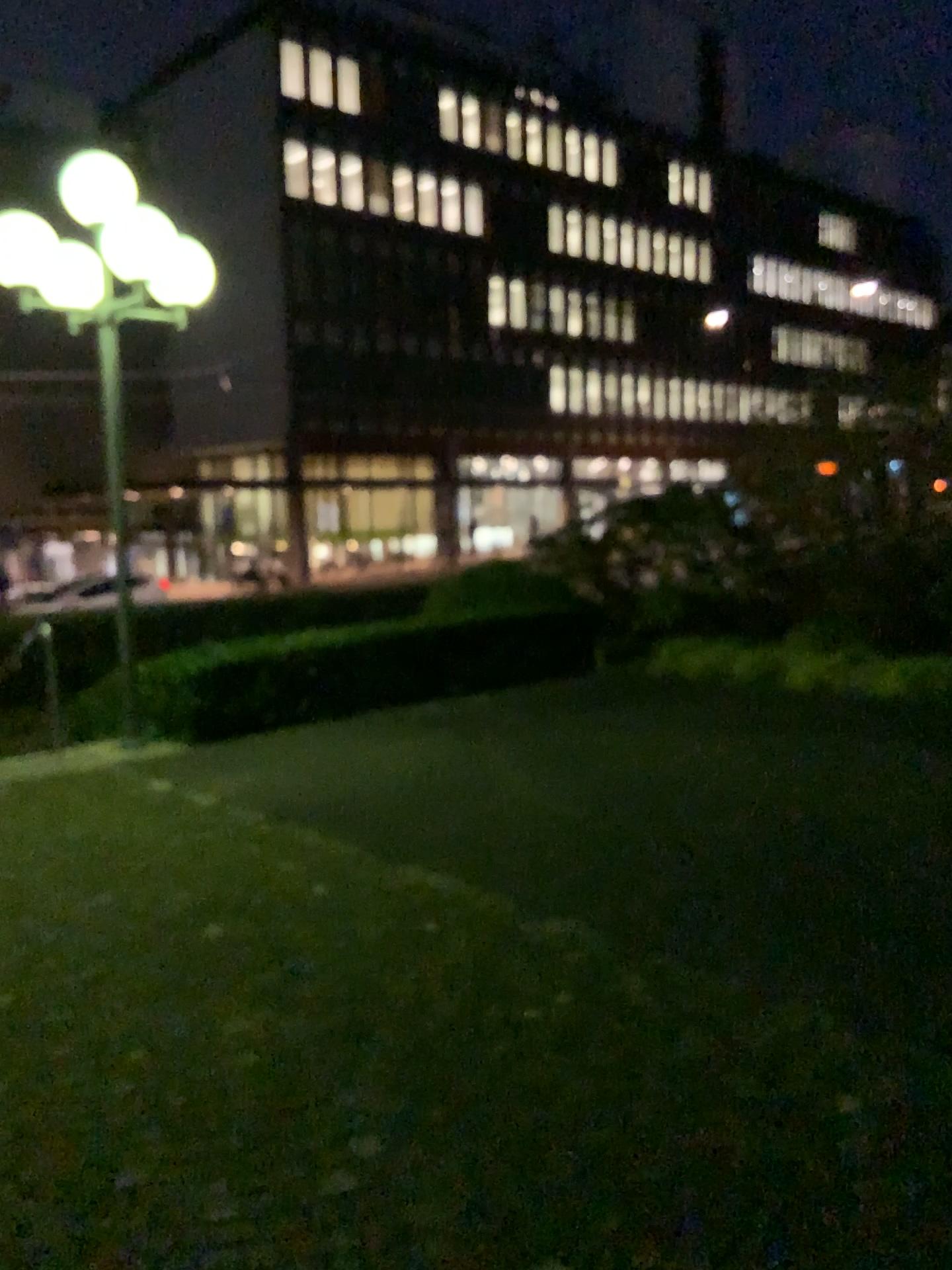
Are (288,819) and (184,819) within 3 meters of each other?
yes
